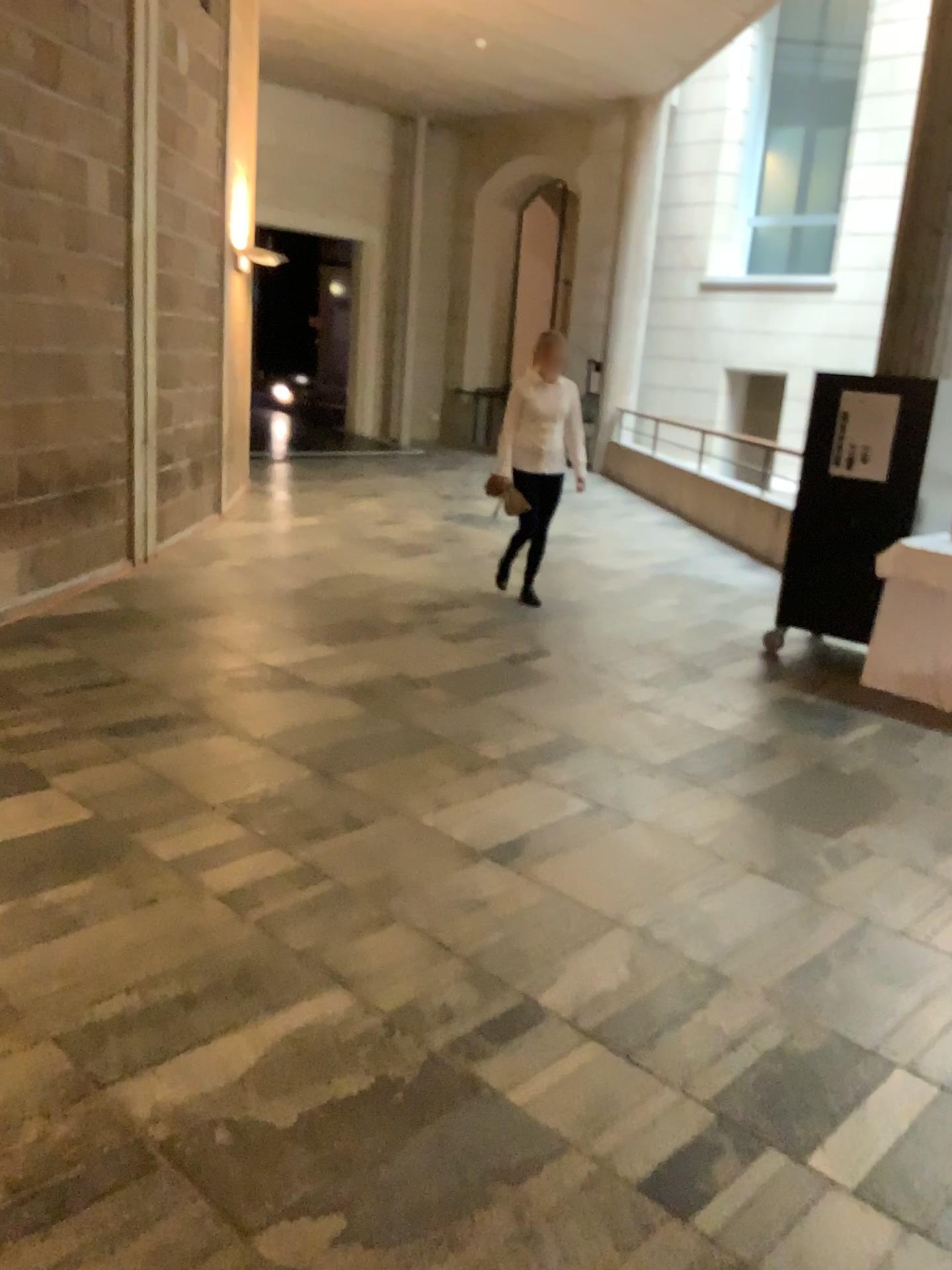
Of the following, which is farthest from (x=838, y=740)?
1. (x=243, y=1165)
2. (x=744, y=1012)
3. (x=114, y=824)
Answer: (x=243, y=1165)
